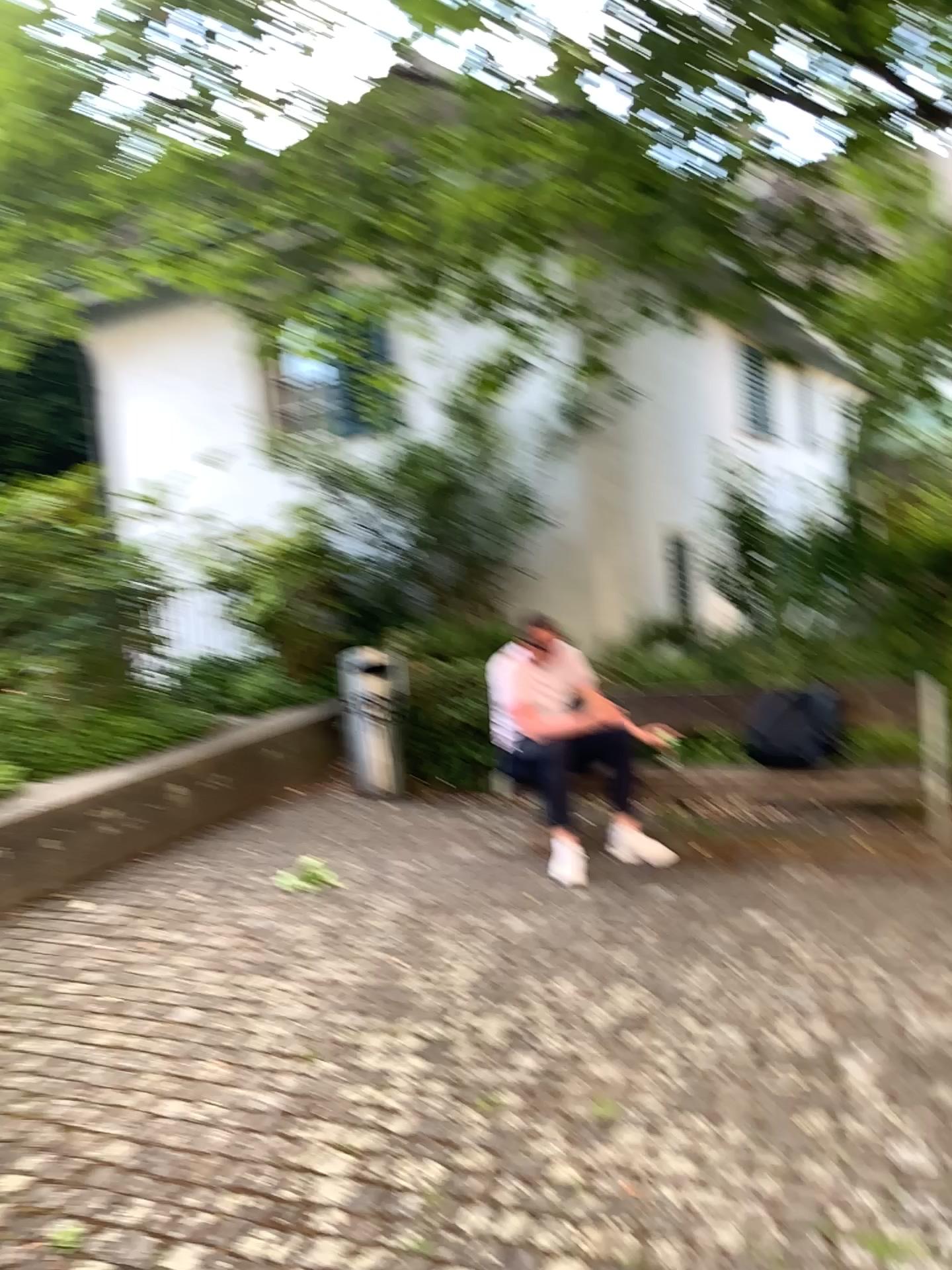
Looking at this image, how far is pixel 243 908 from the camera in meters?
4.1 m

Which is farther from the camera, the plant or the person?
the person

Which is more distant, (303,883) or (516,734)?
(516,734)

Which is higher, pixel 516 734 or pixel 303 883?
pixel 516 734

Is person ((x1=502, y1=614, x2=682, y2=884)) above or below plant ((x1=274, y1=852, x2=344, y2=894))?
above
